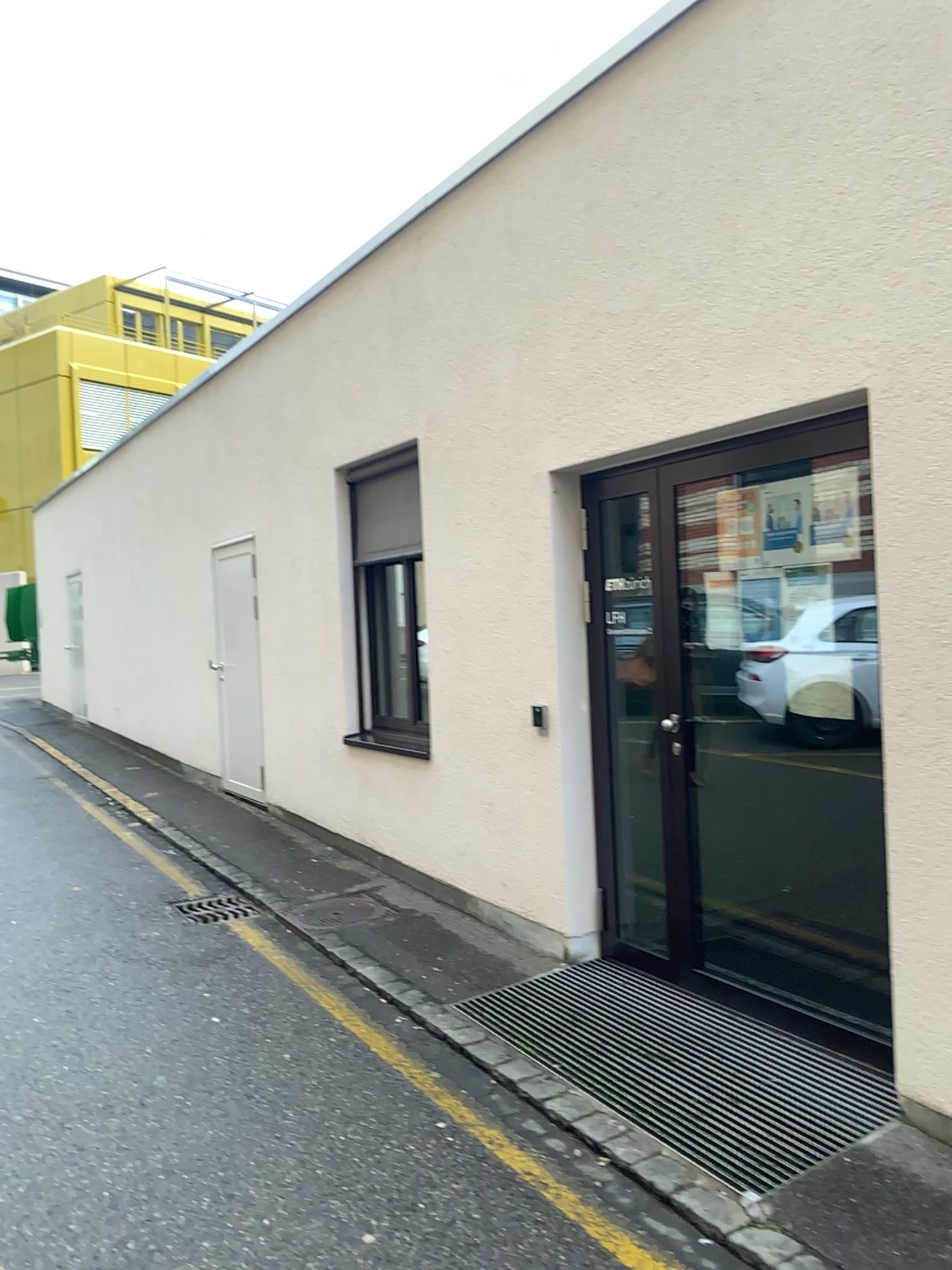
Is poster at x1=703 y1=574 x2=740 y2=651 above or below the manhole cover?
above

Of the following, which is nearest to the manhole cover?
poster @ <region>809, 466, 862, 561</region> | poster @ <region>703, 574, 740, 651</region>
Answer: poster @ <region>703, 574, 740, 651</region>

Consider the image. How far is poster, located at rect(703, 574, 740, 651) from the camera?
3.96m

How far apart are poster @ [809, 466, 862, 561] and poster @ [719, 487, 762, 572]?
0.3m

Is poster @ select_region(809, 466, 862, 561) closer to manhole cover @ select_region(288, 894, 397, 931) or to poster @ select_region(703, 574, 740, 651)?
poster @ select_region(703, 574, 740, 651)

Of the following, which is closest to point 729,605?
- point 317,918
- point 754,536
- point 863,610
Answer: point 754,536

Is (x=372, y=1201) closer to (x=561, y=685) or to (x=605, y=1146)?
(x=605, y=1146)

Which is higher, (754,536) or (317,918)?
(754,536)

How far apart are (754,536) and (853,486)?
0.50m

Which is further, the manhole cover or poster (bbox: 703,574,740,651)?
the manhole cover
